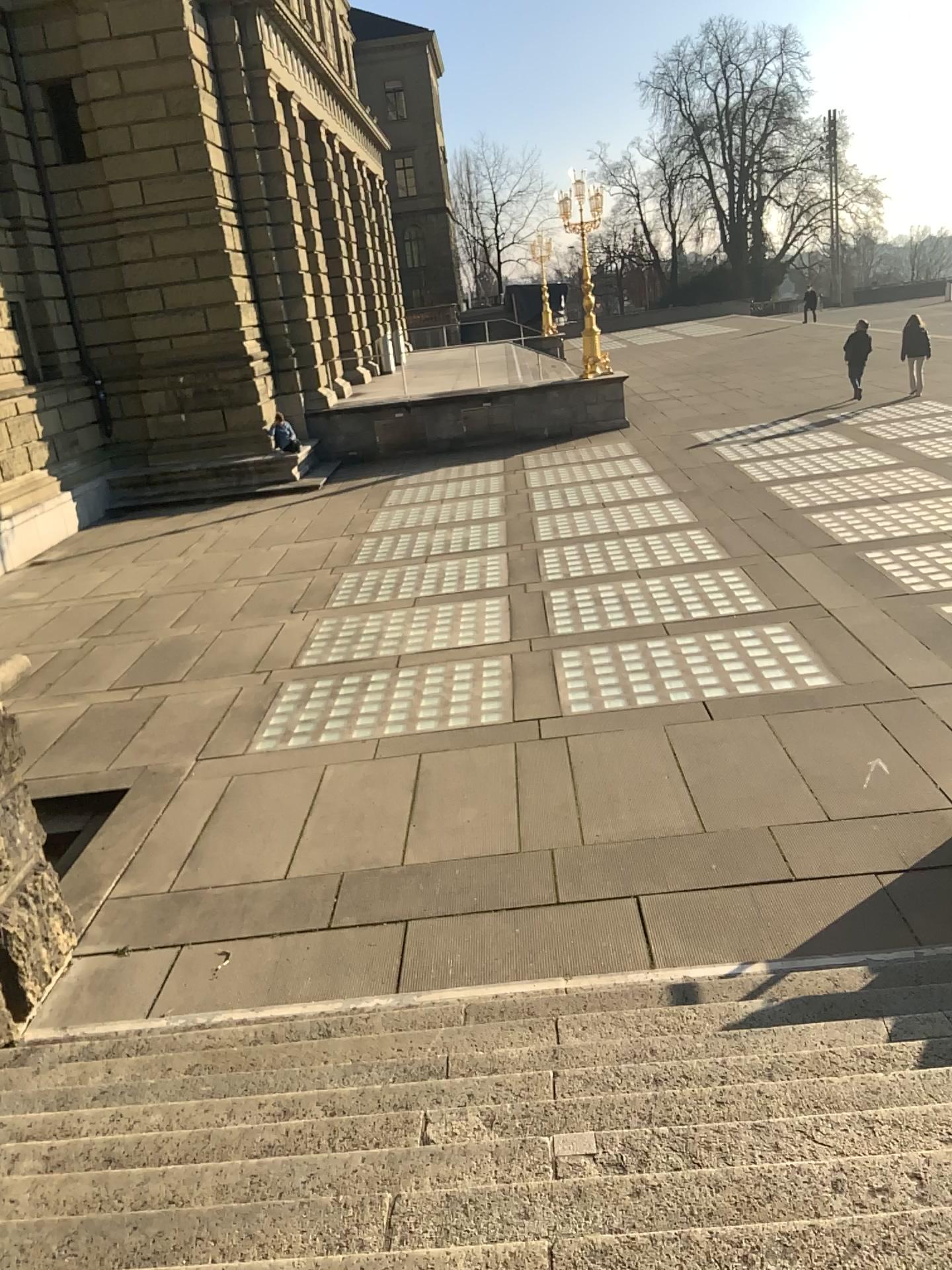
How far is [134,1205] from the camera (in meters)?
2.76
